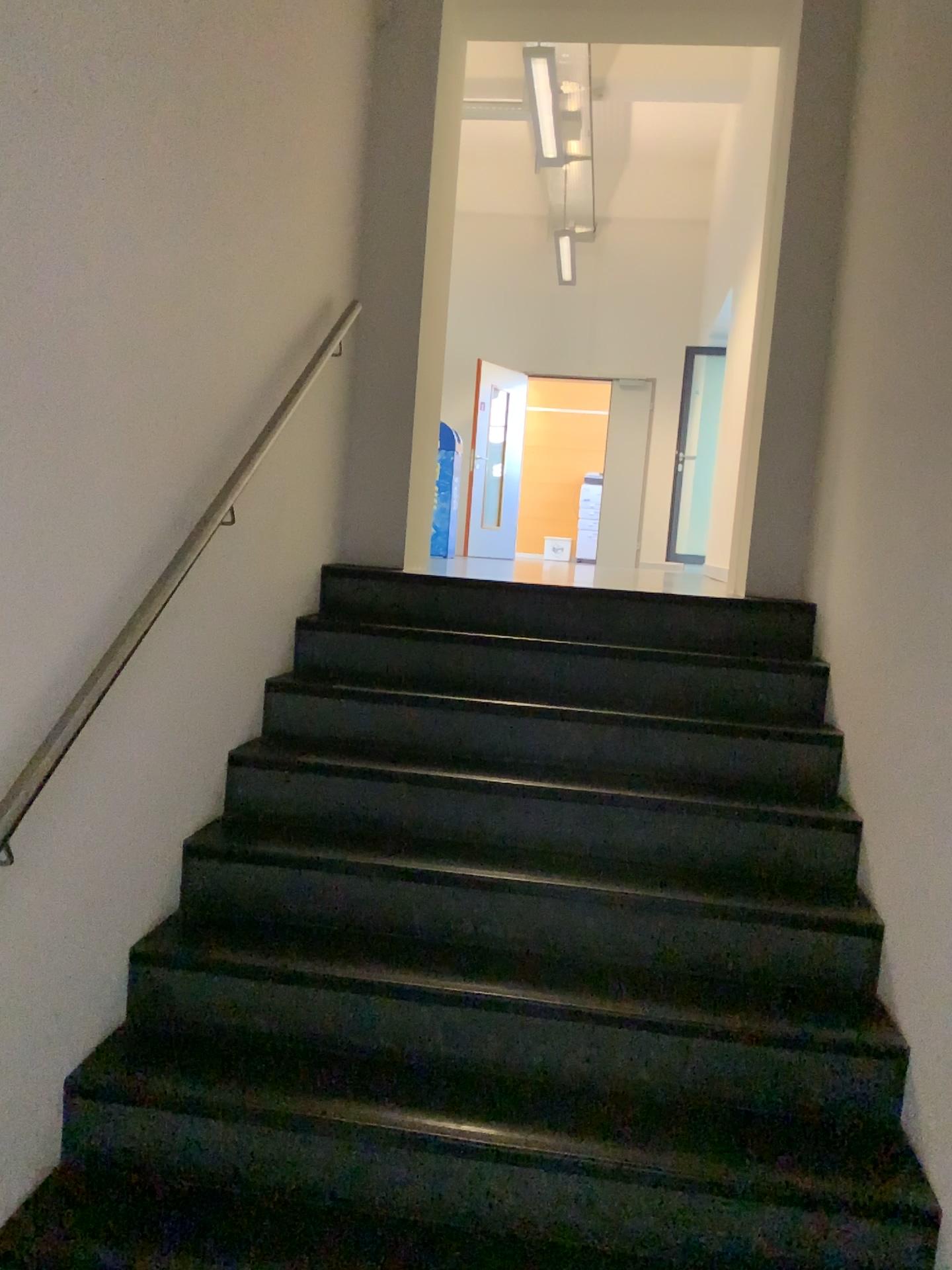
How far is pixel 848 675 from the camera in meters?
2.9
